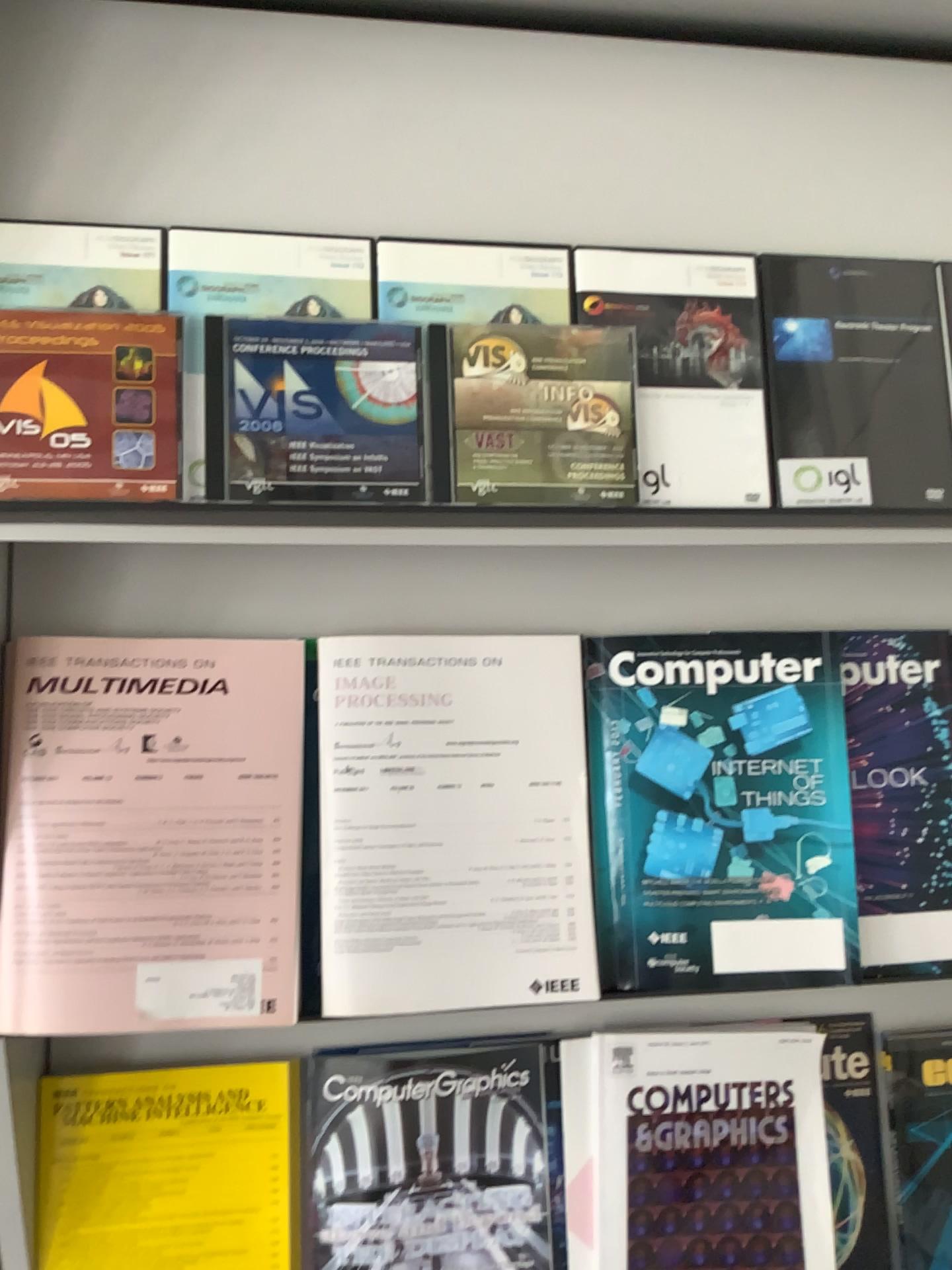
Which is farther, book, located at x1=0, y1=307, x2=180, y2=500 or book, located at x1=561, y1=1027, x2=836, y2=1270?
book, located at x1=561, y1=1027, x2=836, y2=1270

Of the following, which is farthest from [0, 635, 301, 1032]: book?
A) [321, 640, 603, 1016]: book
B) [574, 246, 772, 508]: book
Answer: [574, 246, 772, 508]: book

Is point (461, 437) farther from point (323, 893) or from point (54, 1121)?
point (54, 1121)

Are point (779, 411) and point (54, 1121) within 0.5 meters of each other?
no

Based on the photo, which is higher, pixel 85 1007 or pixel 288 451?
pixel 288 451

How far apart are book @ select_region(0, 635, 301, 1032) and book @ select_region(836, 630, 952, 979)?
0.44m

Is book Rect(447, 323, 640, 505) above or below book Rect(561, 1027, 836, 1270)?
above

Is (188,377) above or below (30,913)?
above

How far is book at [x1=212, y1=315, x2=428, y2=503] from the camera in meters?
0.7

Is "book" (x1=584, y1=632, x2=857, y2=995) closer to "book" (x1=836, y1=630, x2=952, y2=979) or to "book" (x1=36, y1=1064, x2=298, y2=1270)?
"book" (x1=836, y1=630, x2=952, y2=979)
